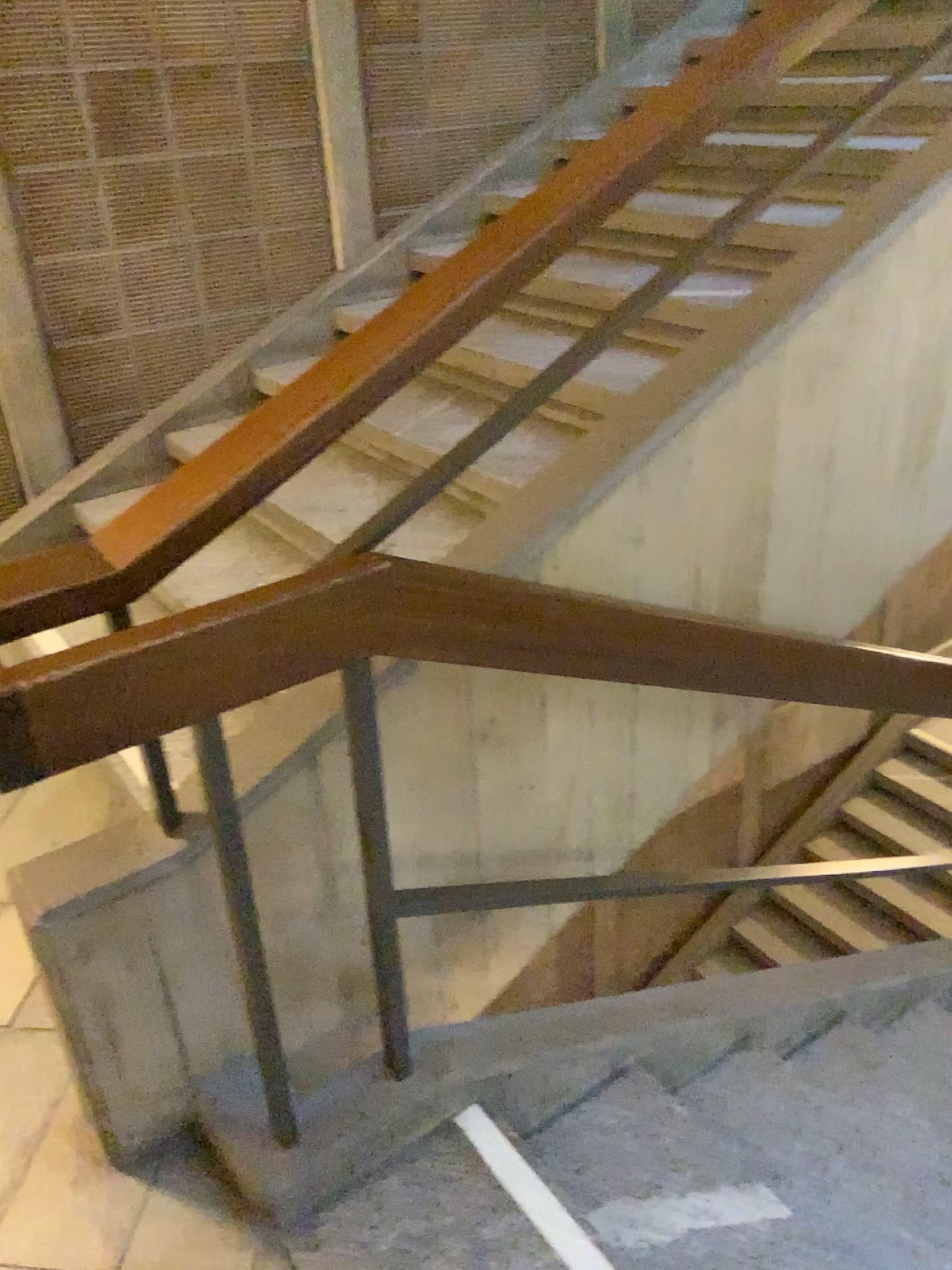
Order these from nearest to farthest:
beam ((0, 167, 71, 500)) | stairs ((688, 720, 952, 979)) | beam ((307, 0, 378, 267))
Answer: stairs ((688, 720, 952, 979)) → beam ((0, 167, 71, 500)) → beam ((307, 0, 378, 267))

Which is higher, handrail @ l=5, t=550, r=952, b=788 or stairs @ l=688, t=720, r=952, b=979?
handrail @ l=5, t=550, r=952, b=788

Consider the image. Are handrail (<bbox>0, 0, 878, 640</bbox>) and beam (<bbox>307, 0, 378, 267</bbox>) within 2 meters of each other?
no

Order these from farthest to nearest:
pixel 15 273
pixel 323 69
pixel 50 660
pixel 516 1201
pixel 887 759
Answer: pixel 323 69, pixel 15 273, pixel 887 759, pixel 516 1201, pixel 50 660

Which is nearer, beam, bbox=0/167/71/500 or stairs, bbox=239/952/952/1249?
stairs, bbox=239/952/952/1249

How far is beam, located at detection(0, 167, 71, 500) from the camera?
3.1 meters

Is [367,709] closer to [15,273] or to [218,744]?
[218,744]

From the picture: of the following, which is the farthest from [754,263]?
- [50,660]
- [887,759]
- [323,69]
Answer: [50,660]

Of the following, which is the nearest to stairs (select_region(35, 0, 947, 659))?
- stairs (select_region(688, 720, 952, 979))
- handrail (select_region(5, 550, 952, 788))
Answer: handrail (select_region(5, 550, 952, 788))

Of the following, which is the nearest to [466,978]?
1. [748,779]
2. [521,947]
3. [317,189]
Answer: [521,947]
